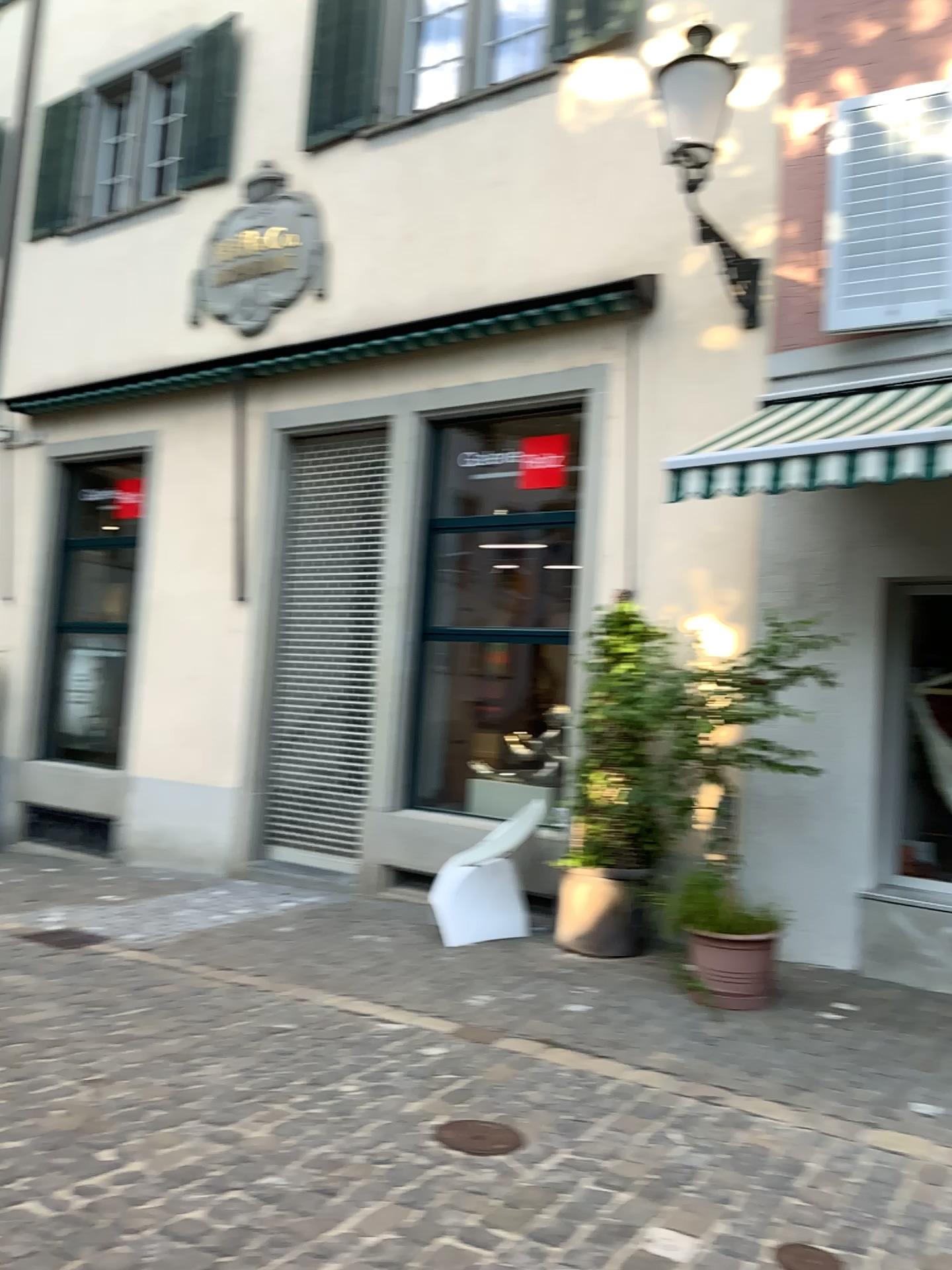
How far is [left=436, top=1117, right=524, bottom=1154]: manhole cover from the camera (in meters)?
3.45

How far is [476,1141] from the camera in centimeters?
345cm

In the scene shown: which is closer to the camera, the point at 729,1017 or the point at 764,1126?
the point at 764,1126
